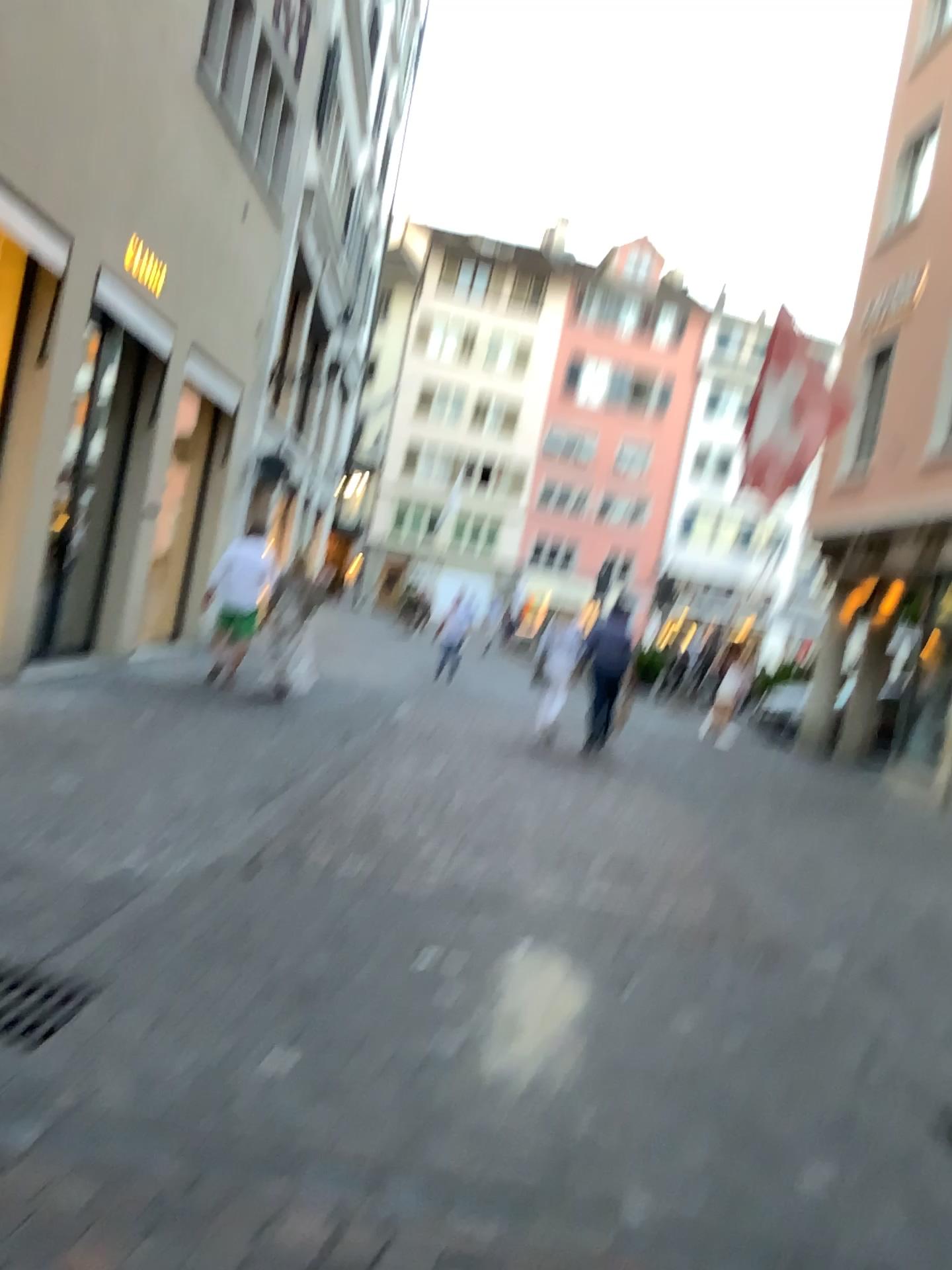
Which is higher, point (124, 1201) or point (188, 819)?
point (188, 819)
